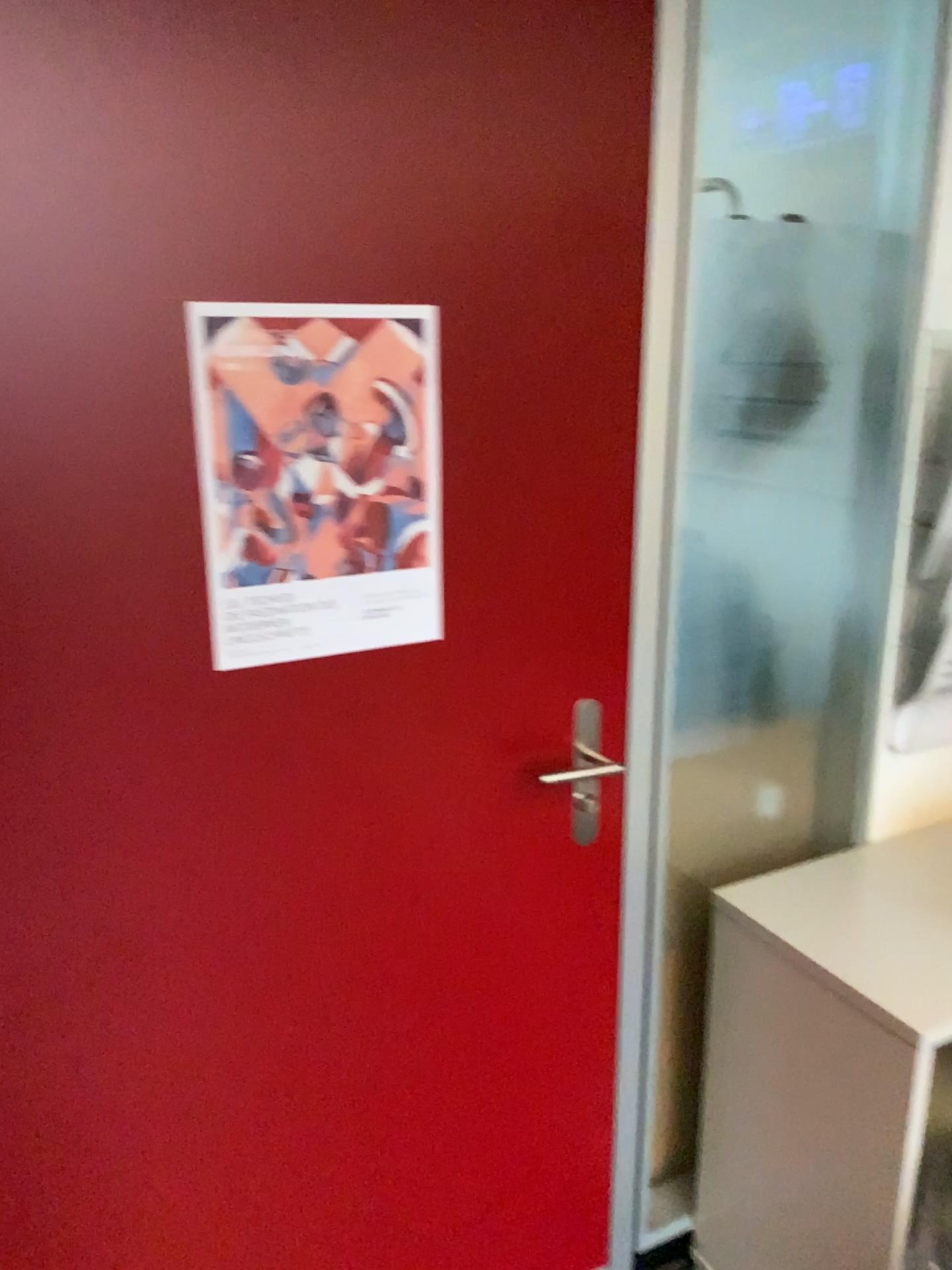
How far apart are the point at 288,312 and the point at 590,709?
0.69m

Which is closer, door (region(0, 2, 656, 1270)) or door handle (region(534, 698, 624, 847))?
door (region(0, 2, 656, 1270))

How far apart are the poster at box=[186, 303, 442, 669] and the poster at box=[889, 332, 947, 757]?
0.9 meters

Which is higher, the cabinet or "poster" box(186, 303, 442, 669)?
"poster" box(186, 303, 442, 669)

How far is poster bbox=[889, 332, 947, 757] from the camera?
1.67m

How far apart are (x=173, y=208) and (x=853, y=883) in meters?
1.4

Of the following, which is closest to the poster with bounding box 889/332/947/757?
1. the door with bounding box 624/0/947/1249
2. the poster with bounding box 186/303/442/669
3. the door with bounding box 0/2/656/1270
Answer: the door with bounding box 624/0/947/1249

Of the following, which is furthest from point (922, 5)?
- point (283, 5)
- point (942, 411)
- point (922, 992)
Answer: point (922, 992)

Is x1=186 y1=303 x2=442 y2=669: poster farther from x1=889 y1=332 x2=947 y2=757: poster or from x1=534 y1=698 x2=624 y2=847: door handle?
x1=889 y1=332 x2=947 y2=757: poster

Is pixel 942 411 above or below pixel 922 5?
below
